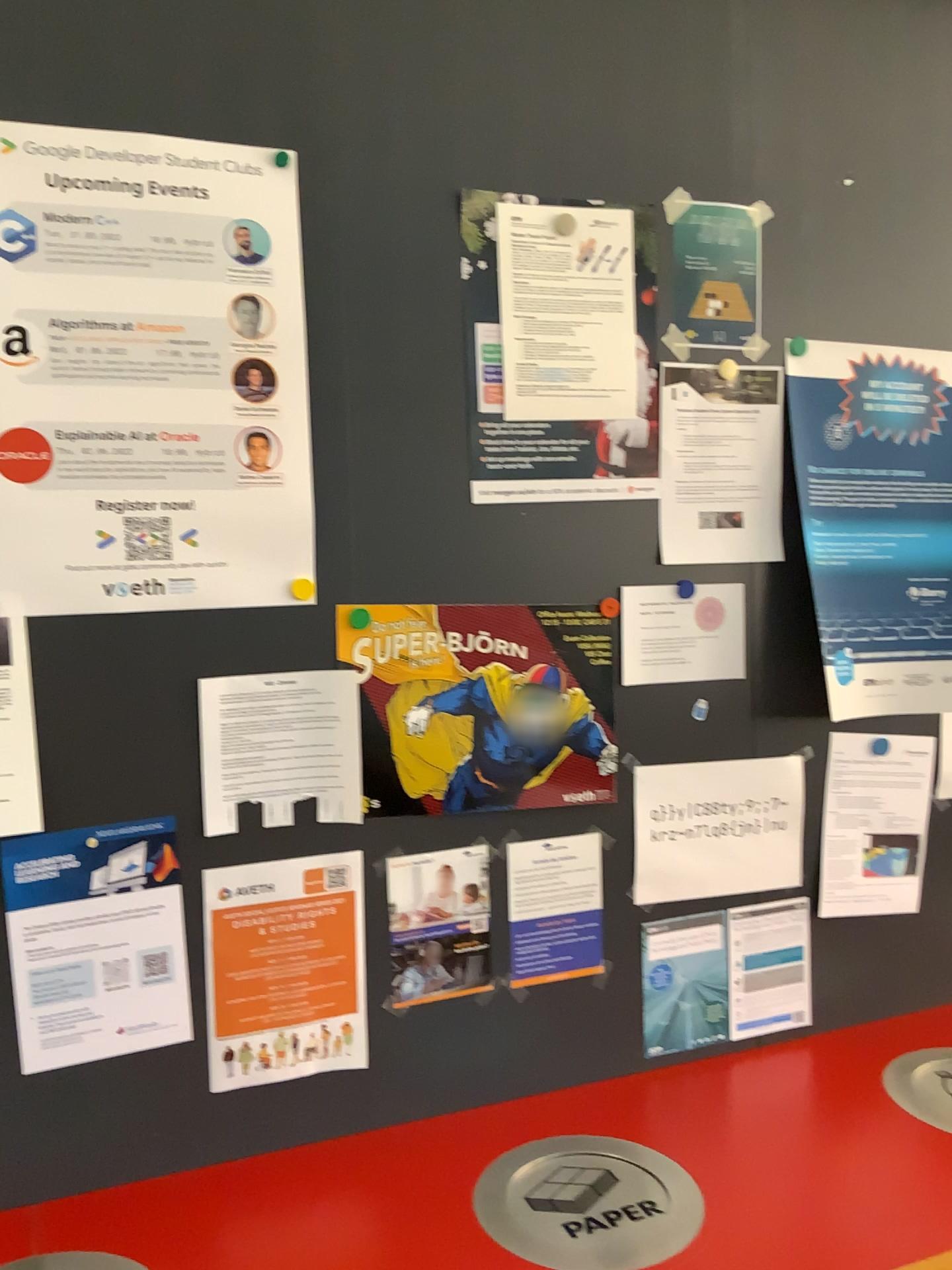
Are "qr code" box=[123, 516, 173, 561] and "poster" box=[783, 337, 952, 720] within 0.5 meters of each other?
no

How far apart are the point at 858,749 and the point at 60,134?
1.44m

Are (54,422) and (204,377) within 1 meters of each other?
yes

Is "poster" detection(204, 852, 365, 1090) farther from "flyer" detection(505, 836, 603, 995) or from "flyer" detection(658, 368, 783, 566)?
"flyer" detection(658, 368, 783, 566)

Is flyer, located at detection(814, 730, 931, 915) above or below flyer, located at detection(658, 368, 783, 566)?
below

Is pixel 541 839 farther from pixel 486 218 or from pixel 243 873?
pixel 486 218

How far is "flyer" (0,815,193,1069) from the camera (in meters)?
1.29

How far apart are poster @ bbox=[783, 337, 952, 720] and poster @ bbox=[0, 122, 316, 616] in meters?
0.8 m

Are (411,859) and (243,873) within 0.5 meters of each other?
yes

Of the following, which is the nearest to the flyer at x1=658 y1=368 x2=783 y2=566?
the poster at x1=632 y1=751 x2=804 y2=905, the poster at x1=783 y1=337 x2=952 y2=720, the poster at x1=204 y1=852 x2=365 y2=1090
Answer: the poster at x1=783 y1=337 x2=952 y2=720
